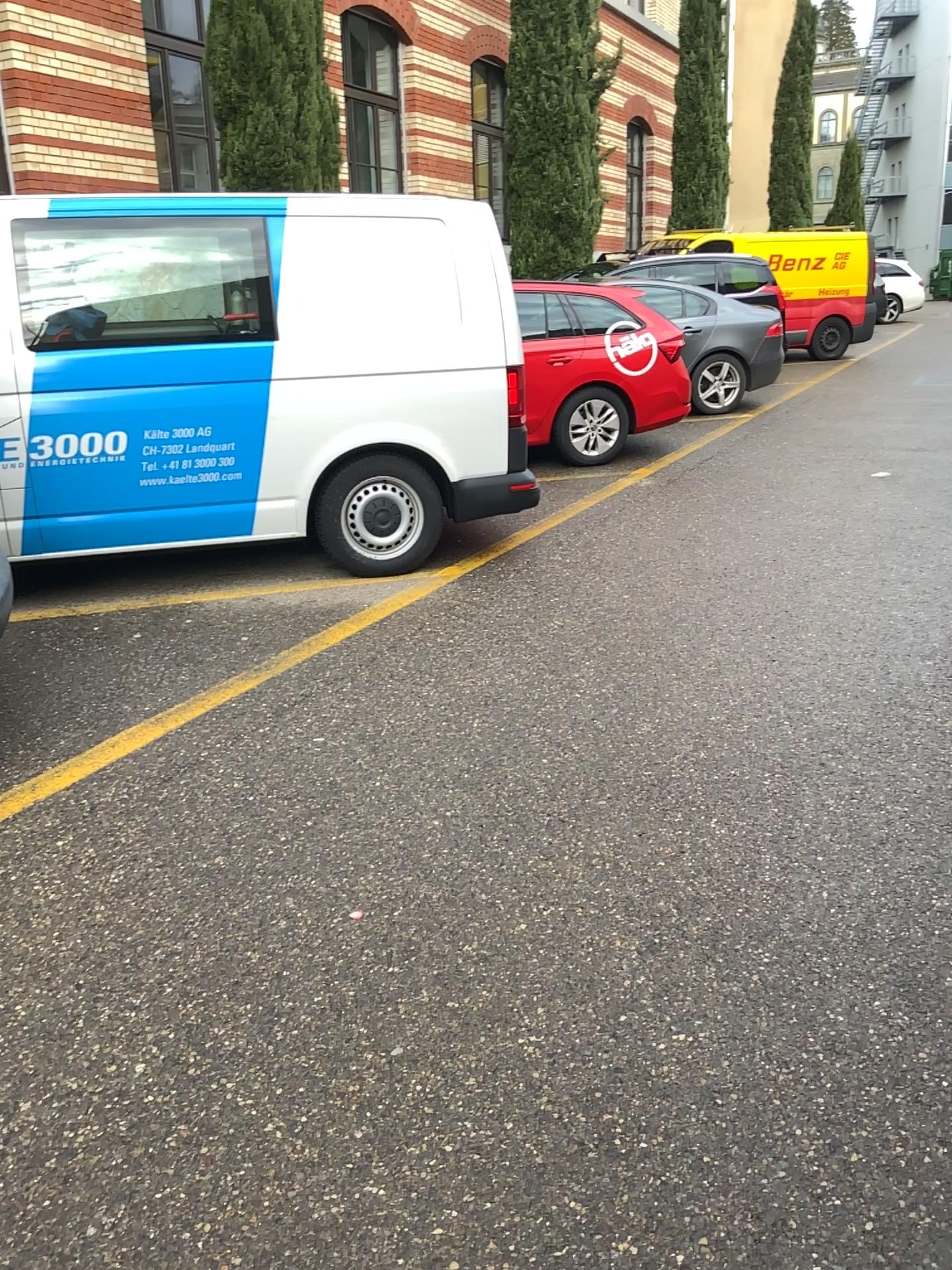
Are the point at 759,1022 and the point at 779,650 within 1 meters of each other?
no
